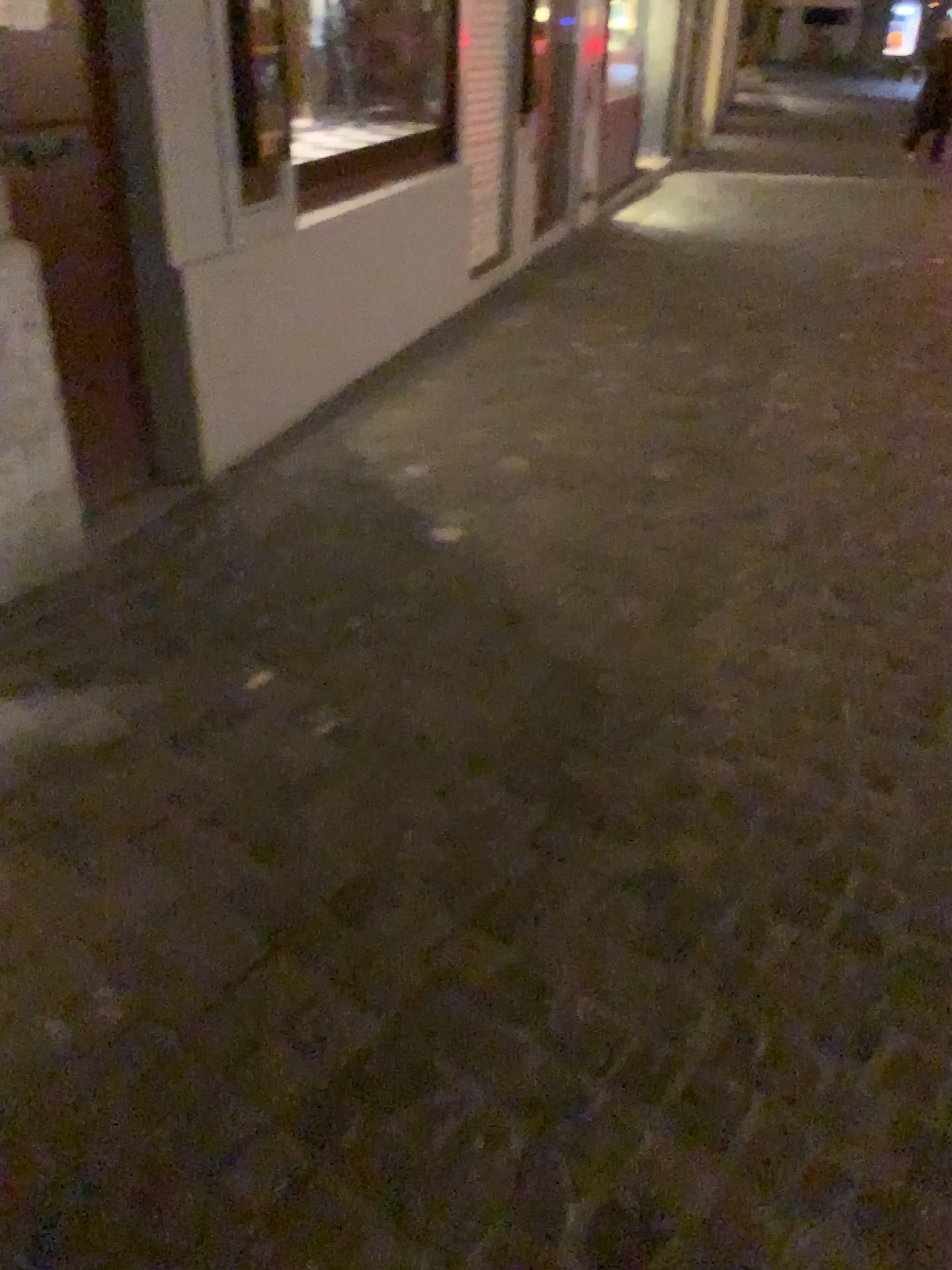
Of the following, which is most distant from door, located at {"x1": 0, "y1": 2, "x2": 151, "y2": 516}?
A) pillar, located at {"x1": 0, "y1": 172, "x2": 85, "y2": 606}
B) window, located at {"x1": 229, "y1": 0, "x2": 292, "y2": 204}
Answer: window, located at {"x1": 229, "y1": 0, "x2": 292, "y2": 204}

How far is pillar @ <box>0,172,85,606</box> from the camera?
2.4m

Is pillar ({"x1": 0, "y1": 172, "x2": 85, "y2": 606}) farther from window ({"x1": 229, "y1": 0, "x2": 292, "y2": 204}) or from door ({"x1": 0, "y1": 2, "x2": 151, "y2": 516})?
window ({"x1": 229, "y1": 0, "x2": 292, "y2": 204})

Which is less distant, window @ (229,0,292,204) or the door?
the door

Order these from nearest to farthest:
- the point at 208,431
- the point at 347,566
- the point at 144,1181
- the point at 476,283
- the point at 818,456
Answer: the point at 144,1181 < the point at 347,566 < the point at 208,431 < the point at 818,456 < the point at 476,283

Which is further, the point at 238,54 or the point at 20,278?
the point at 238,54

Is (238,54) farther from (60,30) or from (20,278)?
(20,278)

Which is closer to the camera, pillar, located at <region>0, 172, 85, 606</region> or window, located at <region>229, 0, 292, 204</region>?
pillar, located at <region>0, 172, 85, 606</region>

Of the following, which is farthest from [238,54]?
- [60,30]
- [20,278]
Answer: [20,278]
